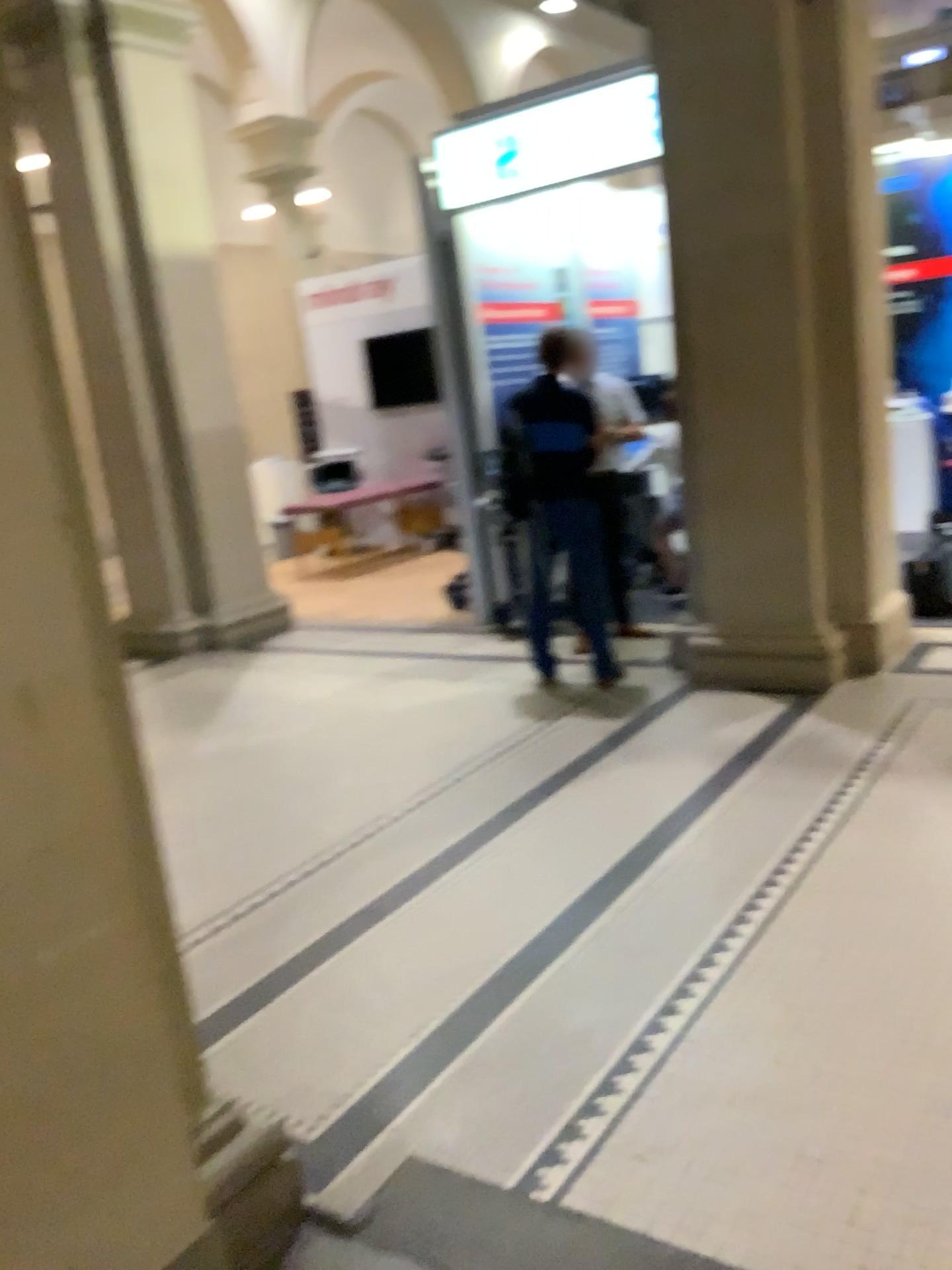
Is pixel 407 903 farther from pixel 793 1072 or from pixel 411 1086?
pixel 793 1072
